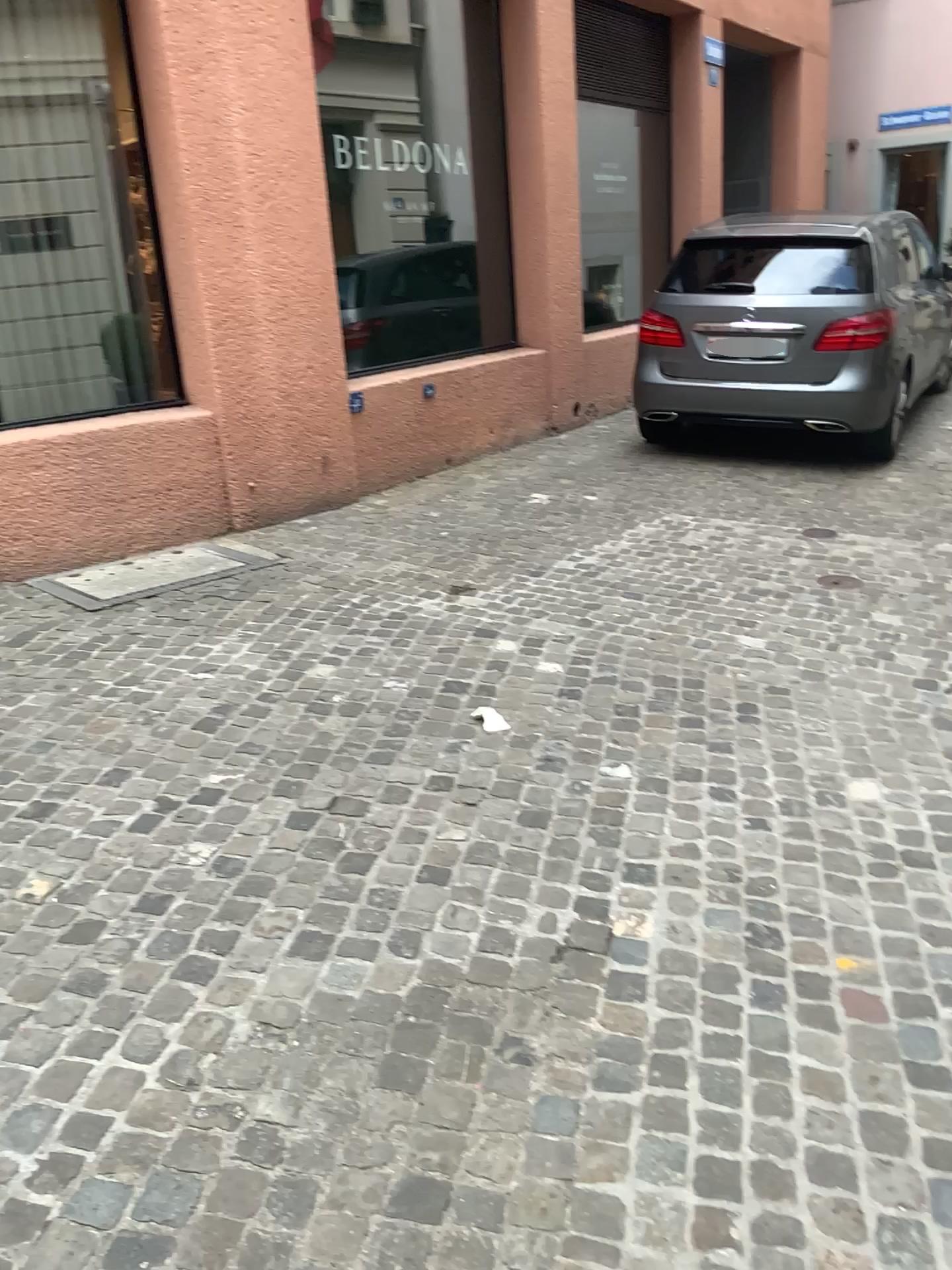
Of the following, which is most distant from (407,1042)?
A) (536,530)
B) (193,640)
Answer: (536,530)
